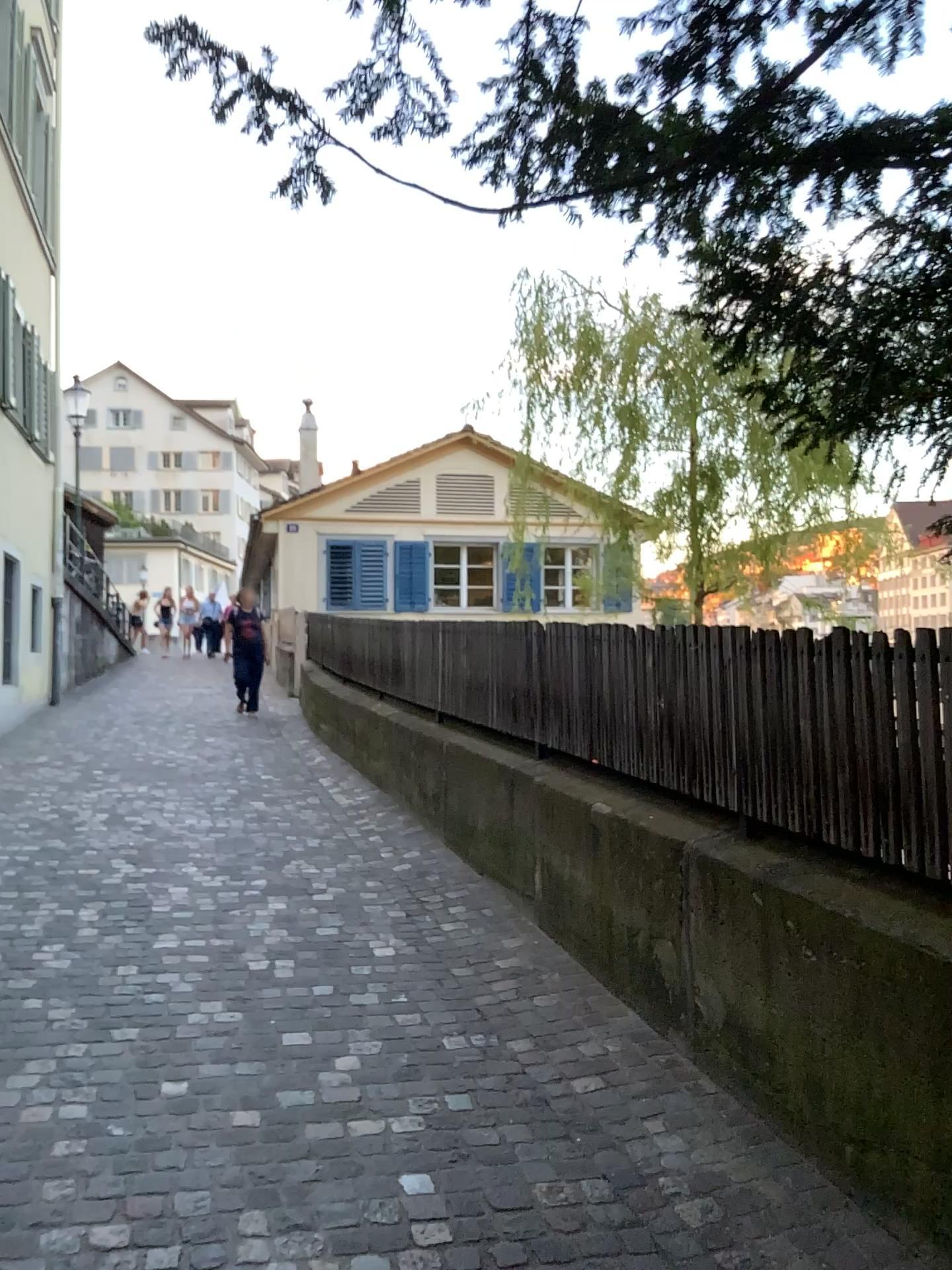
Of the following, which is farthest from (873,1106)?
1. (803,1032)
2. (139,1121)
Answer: (139,1121)
